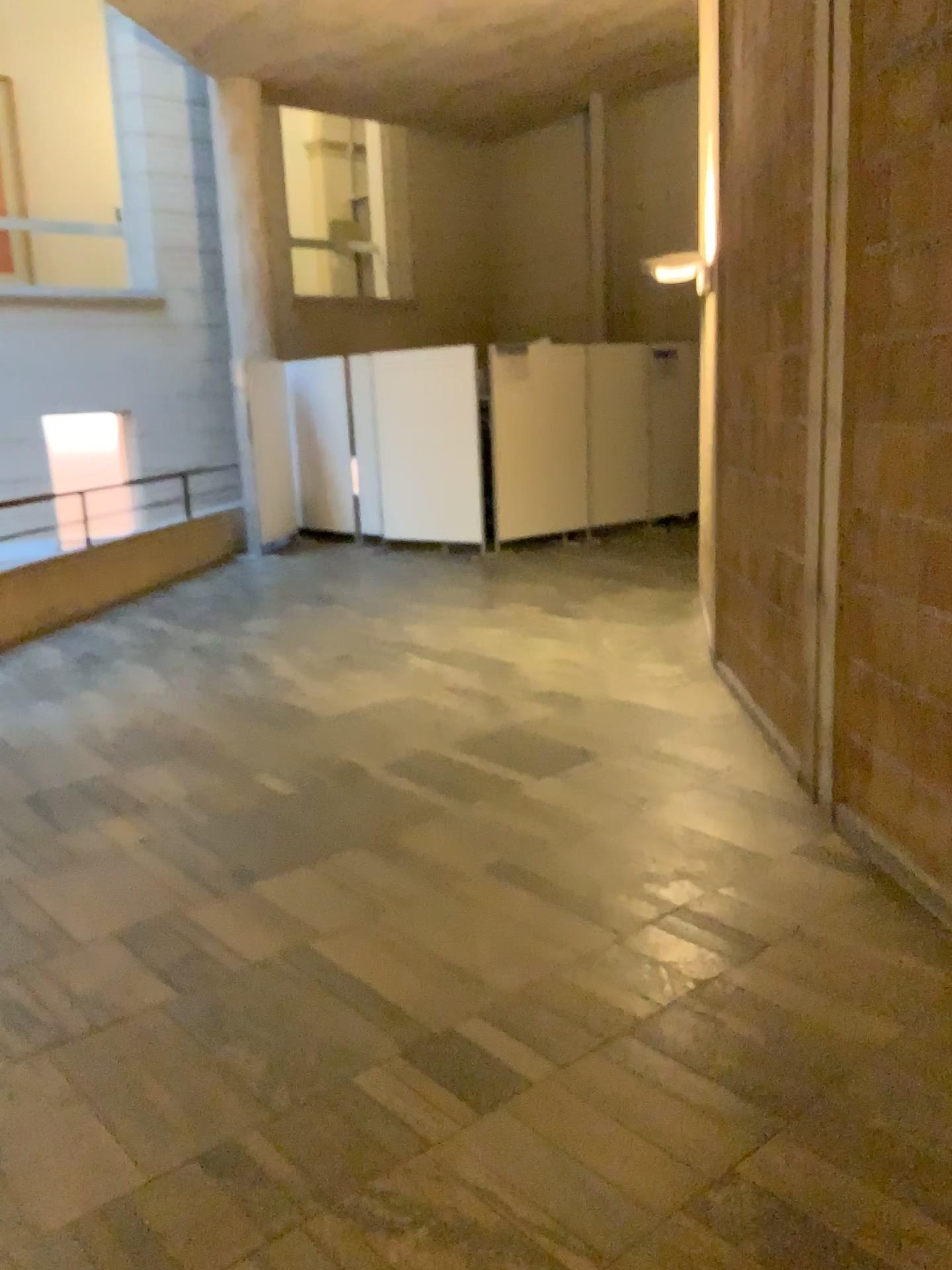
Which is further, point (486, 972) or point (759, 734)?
point (759, 734)
